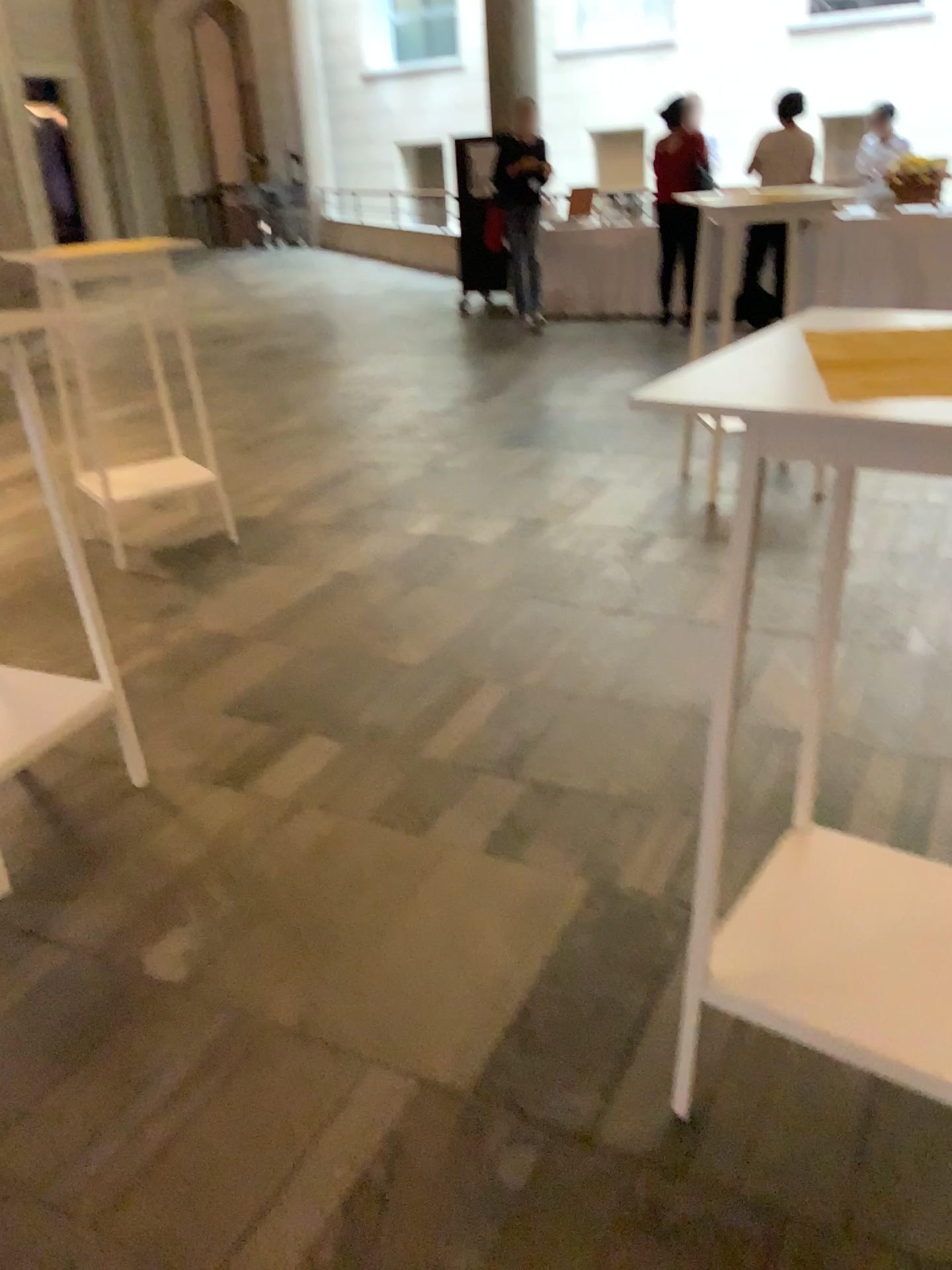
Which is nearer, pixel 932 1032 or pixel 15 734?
pixel 932 1032

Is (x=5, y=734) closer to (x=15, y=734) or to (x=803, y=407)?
(x=15, y=734)

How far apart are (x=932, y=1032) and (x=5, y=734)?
1.96m

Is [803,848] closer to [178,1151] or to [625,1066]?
[625,1066]

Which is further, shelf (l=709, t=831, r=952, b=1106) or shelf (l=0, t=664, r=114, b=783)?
shelf (l=0, t=664, r=114, b=783)

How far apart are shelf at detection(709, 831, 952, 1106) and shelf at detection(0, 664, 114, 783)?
1.56m

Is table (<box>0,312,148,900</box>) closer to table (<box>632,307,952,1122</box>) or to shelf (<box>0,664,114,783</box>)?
shelf (<box>0,664,114,783</box>)

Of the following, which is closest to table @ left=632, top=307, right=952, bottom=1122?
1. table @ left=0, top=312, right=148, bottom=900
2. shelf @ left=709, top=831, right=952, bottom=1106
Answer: shelf @ left=709, top=831, right=952, bottom=1106

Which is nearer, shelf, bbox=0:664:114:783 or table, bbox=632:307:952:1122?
table, bbox=632:307:952:1122

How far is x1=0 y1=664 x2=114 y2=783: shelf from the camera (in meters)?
2.39
